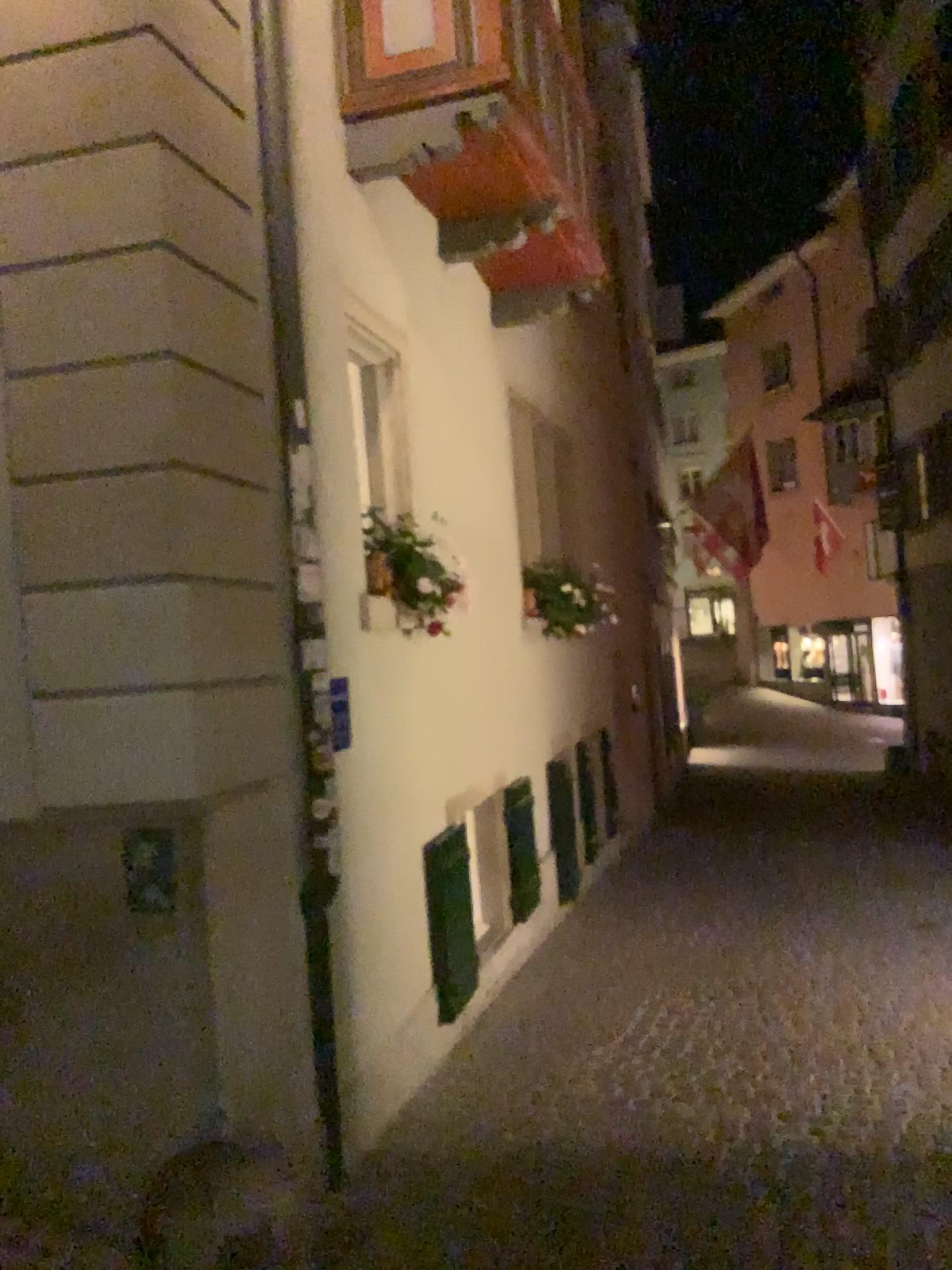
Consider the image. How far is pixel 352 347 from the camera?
4.51m

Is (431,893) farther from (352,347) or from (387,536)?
(352,347)

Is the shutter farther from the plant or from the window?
the window

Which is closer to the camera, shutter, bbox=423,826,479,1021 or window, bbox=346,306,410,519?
window, bbox=346,306,410,519

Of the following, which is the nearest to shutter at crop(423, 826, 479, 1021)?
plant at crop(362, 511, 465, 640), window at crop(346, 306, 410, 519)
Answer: plant at crop(362, 511, 465, 640)

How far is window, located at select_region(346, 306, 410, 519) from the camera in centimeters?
451cm

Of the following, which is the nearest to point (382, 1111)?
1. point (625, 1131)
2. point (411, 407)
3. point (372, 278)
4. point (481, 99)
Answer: point (625, 1131)

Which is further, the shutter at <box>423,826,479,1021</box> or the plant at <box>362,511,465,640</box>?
the shutter at <box>423,826,479,1021</box>

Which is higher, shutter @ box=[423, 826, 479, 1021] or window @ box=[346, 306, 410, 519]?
window @ box=[346, 306, 410, 519]

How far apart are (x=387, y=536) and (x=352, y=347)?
0.8m
